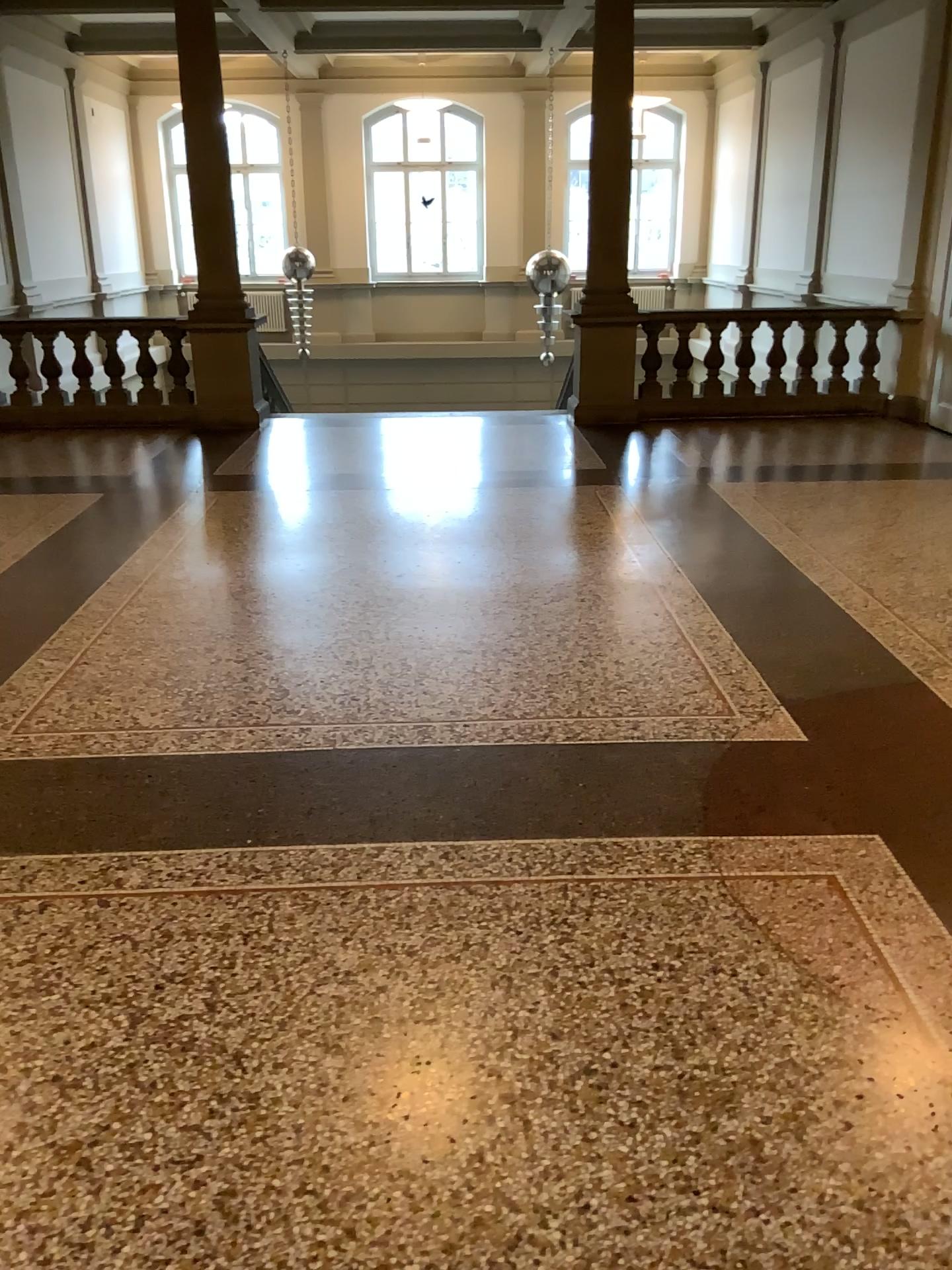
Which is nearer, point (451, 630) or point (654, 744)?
point (654, 744)
